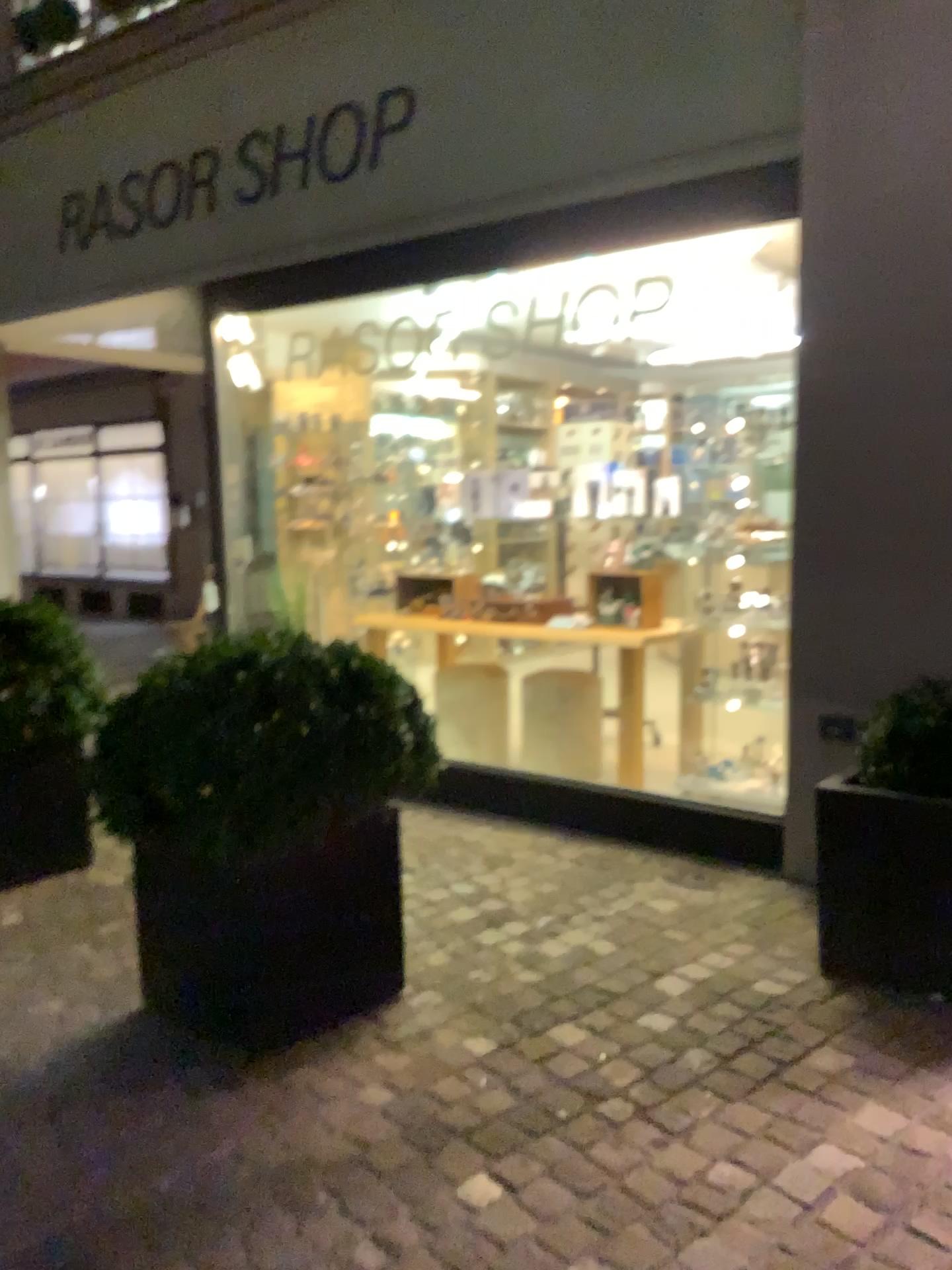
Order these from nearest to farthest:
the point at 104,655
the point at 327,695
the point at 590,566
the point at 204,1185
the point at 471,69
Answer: the point at 204,1185 < the point at 327,695 < the point at 471,69 < the point at 590,566 < the point at 104,655

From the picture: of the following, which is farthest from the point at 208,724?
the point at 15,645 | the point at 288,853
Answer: the point at 15,645

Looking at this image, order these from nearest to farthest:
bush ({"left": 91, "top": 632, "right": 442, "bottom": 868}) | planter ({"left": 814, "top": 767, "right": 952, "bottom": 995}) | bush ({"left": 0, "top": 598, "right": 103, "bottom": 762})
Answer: bush ({"left": 91, "top": 632, "right": 442, "bottom": 868})
planter ({"left": 814, "top": 767, "right": 952, "bottom": 995})
bush ({"left": 0, "top": 598, "right": 103, "bottom": 762})

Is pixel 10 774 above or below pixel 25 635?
below

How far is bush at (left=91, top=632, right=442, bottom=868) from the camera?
2.4m

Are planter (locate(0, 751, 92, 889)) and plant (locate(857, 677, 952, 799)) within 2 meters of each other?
no

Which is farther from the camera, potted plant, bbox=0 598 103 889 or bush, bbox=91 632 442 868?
potted plant, bbox=0 598 103 889

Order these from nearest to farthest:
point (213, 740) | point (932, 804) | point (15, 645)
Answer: point (213, 740)
point (932, 804)
point (15, 645)

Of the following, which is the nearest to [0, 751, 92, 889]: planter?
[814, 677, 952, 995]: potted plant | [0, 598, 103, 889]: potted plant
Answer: [0, 598, 103, 889]: potted plant

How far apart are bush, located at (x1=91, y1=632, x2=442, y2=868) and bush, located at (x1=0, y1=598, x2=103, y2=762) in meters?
1.2 m
